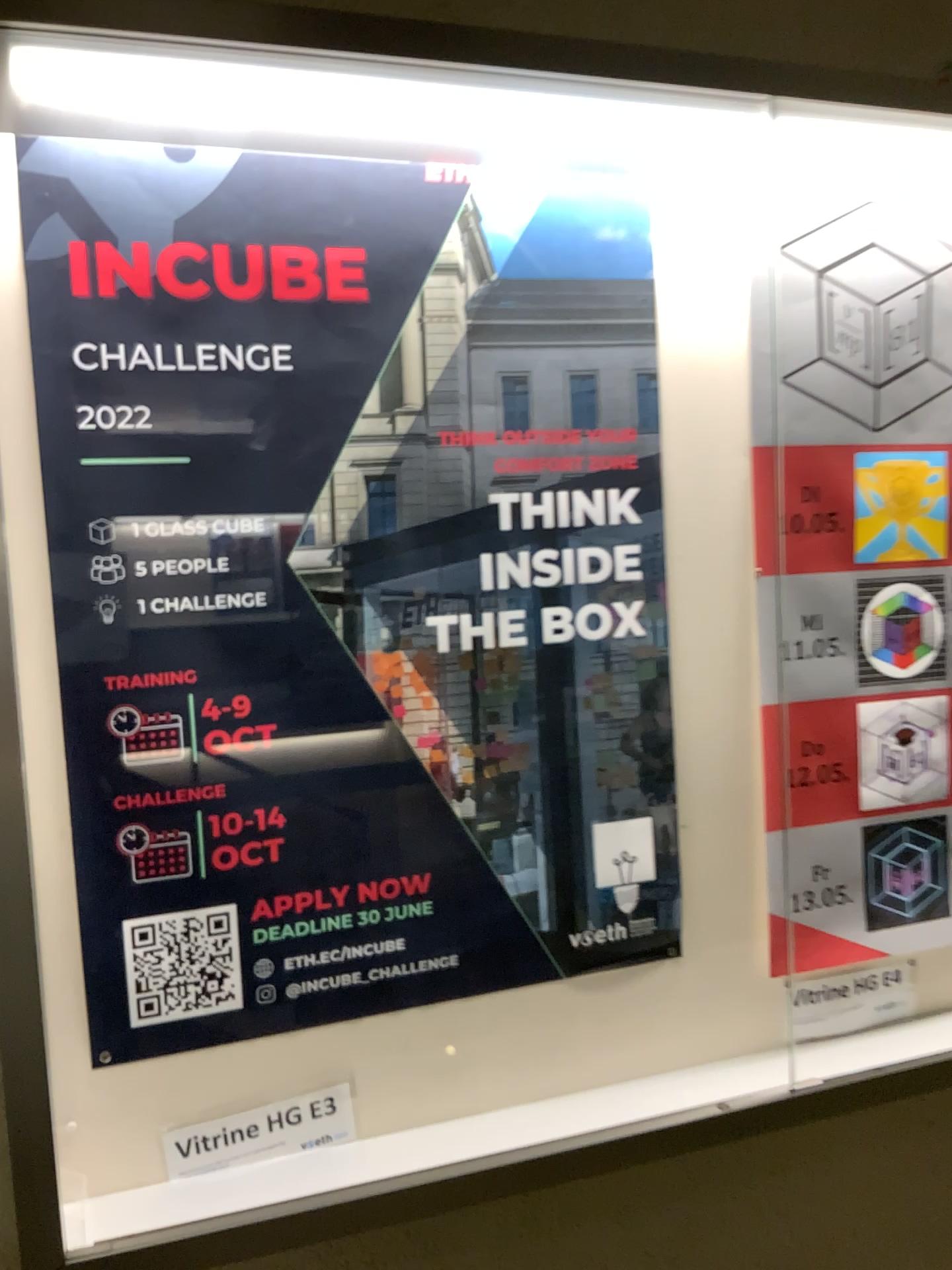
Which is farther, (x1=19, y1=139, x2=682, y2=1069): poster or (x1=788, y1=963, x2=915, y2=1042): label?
(x1=788, y1=963, x2=915, y2=1042): label

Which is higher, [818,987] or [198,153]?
[198,153]

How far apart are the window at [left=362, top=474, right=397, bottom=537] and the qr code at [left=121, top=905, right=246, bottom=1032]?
0.5 meters

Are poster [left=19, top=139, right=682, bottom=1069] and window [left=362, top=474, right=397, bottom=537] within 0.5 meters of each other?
yes

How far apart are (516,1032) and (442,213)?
1.14m

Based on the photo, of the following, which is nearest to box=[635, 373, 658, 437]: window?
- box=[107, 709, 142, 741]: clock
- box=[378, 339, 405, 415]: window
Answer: A: box=[378, 339, 405, 415]: window

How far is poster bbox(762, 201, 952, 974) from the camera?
1.6m

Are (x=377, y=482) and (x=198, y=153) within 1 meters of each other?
yes

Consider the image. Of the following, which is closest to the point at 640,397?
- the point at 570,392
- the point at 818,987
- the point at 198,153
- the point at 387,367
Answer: the point at 570,392

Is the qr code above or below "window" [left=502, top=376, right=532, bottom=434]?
below
